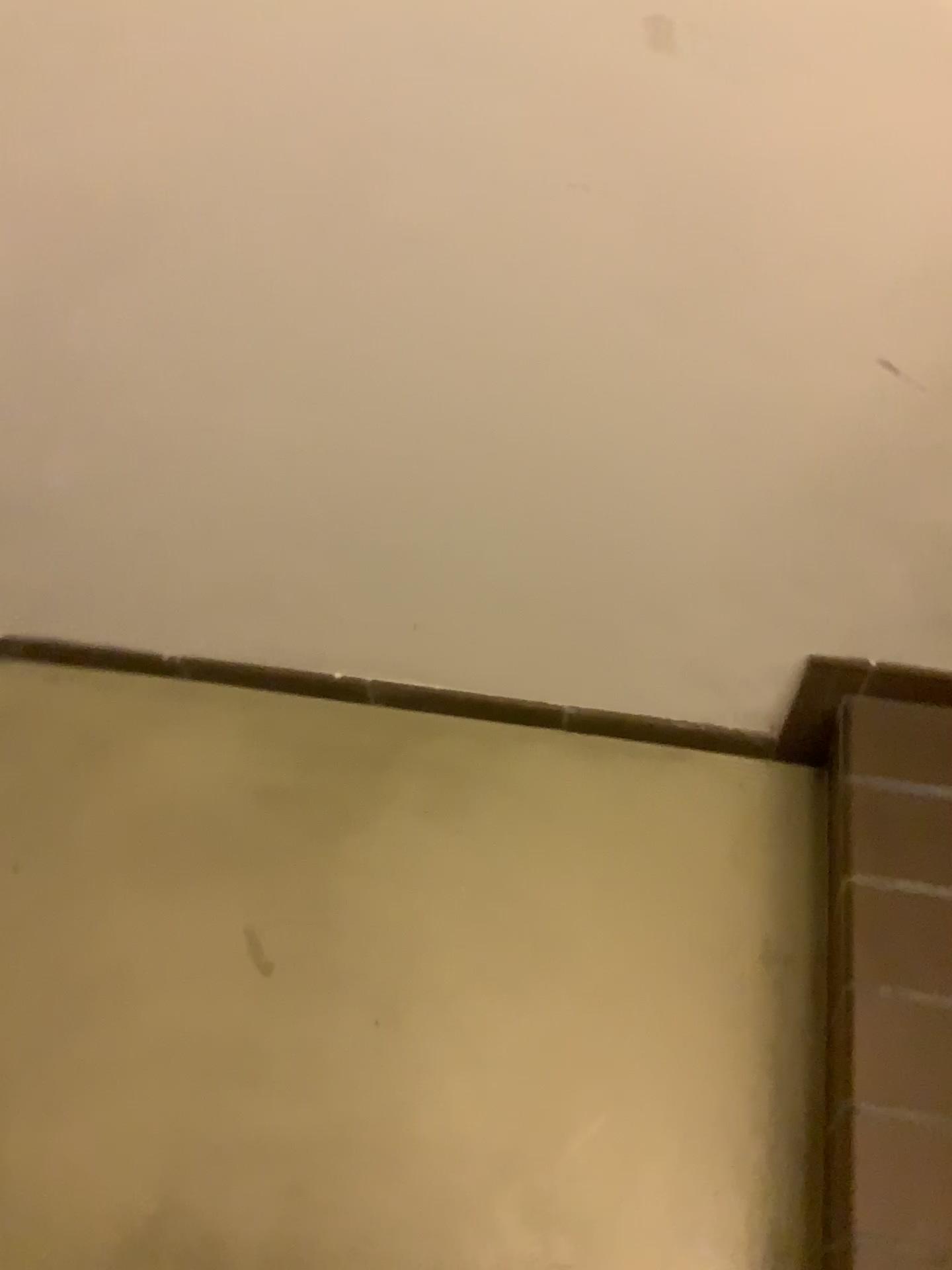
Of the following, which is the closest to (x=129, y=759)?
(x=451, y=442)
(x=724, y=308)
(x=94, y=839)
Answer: (x=94, y=839)
